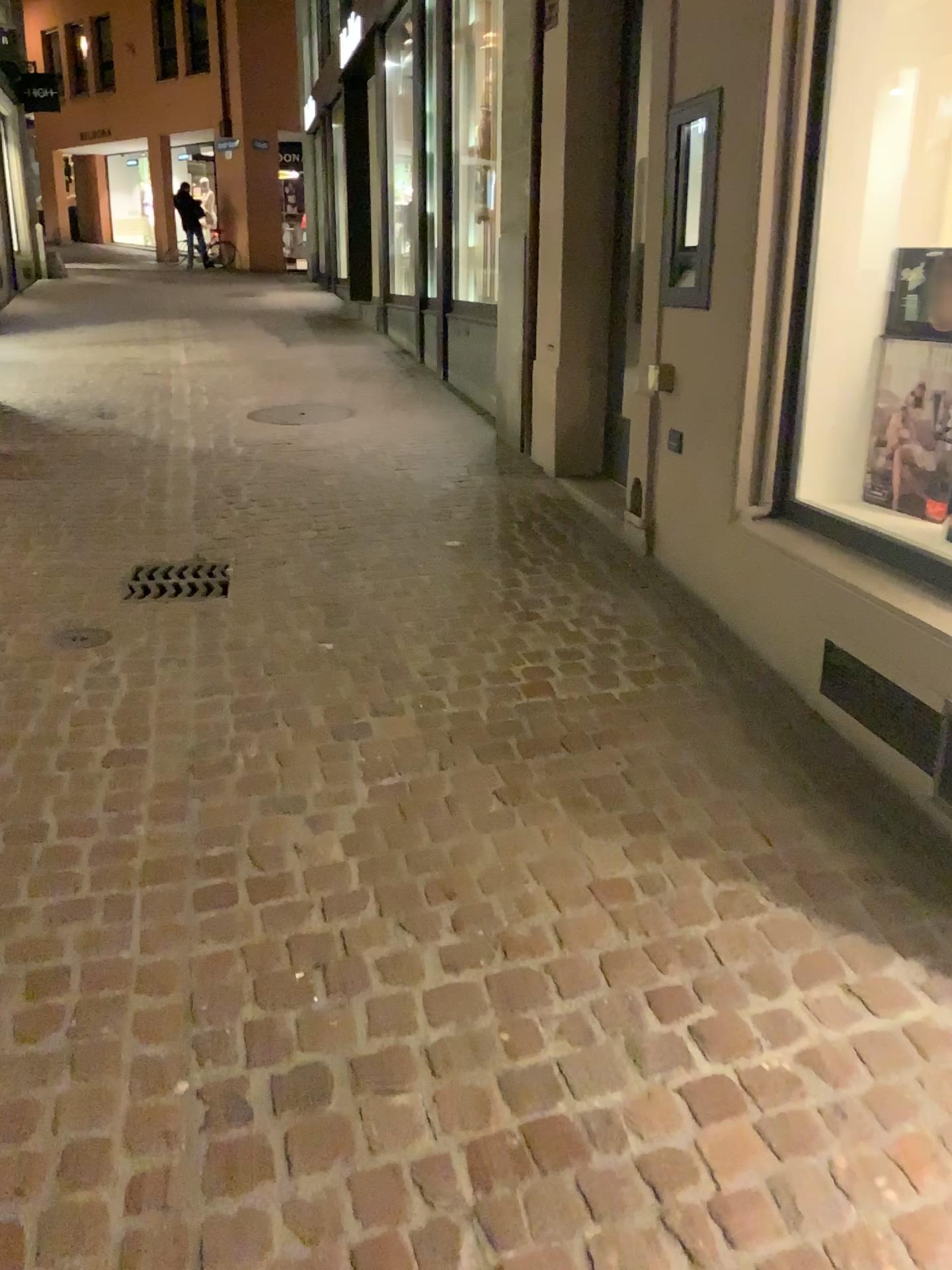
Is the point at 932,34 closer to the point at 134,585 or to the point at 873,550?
the point at 873,550

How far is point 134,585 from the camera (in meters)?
3.85

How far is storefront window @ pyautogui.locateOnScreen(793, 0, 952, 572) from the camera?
3.00m

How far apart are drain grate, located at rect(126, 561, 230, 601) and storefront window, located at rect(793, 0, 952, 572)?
2.05m

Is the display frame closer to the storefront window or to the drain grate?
the storefront window

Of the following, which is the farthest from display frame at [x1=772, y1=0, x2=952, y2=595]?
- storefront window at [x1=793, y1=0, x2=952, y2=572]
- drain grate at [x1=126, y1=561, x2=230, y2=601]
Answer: drain grate at [x1=126, y1=561, x2=230, y2=601]

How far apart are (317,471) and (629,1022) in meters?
4.0

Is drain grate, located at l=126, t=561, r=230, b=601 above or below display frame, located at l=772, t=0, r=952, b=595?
below

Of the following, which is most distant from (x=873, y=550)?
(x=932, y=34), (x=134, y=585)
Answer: (x=134, y=585)

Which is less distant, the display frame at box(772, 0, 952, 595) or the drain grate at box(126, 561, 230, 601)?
the display frame at box(772, 0, 952, 595)
